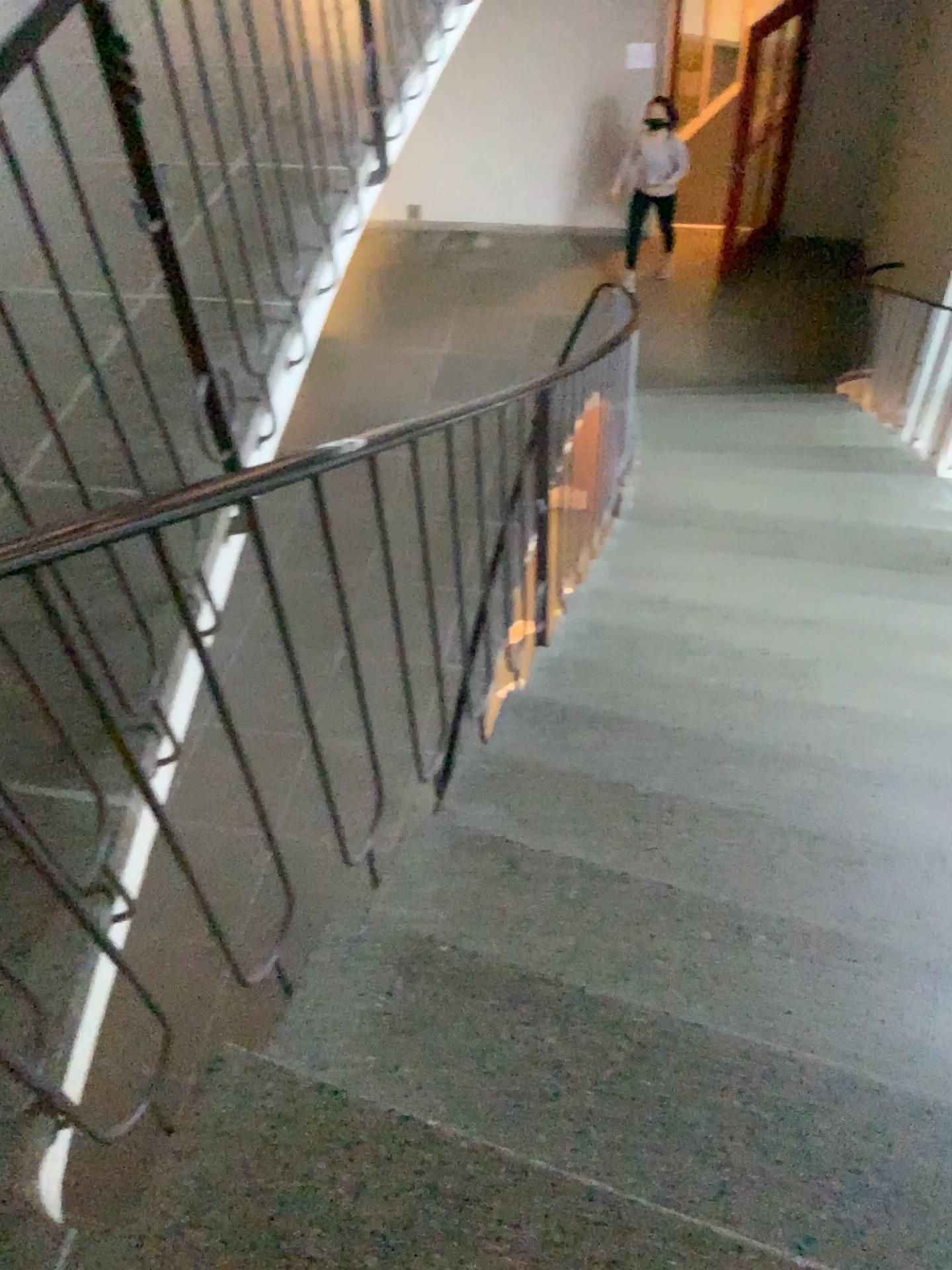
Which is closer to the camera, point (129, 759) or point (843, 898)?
point (129, 759)
